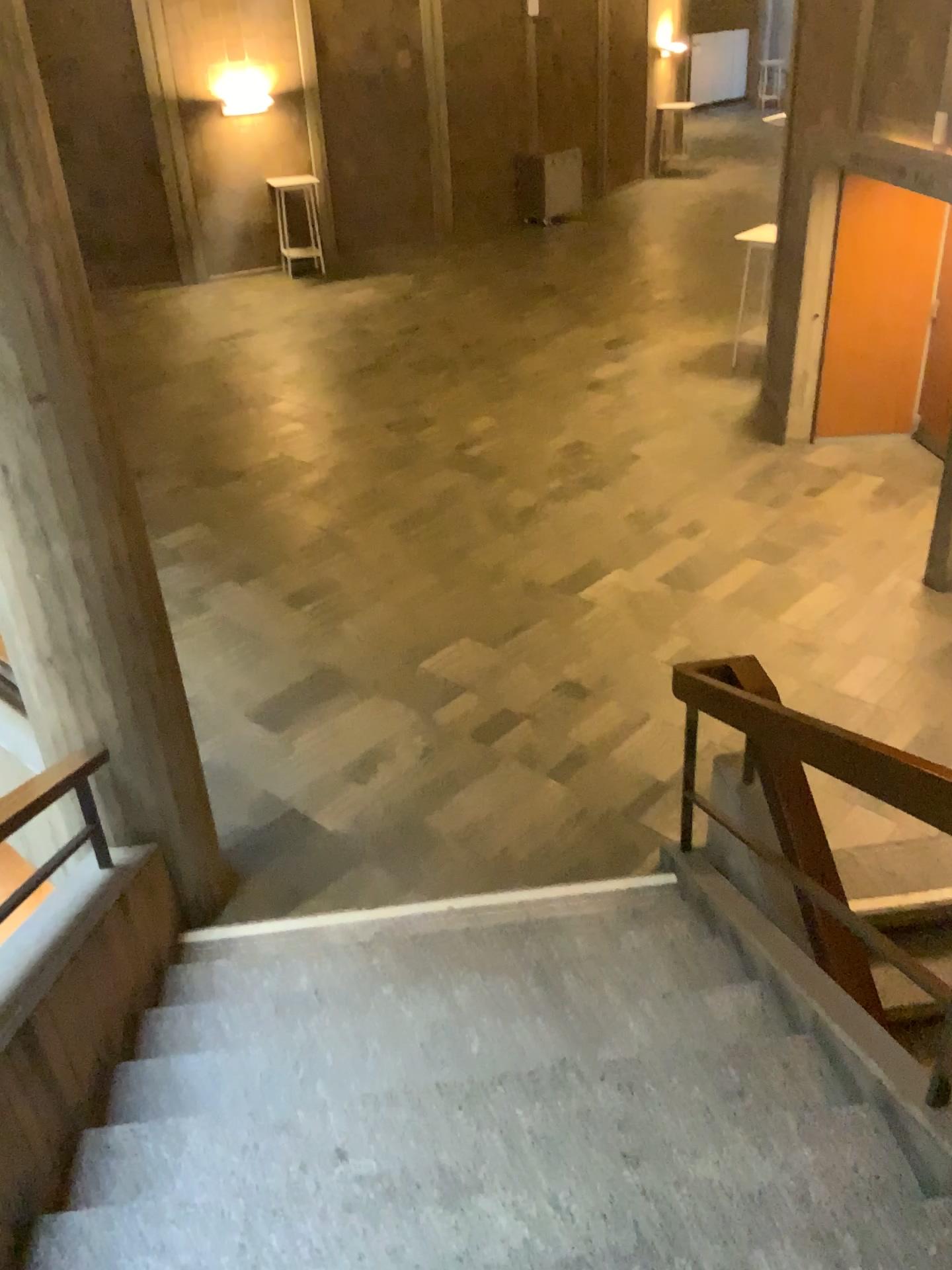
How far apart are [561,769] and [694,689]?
1.58m
